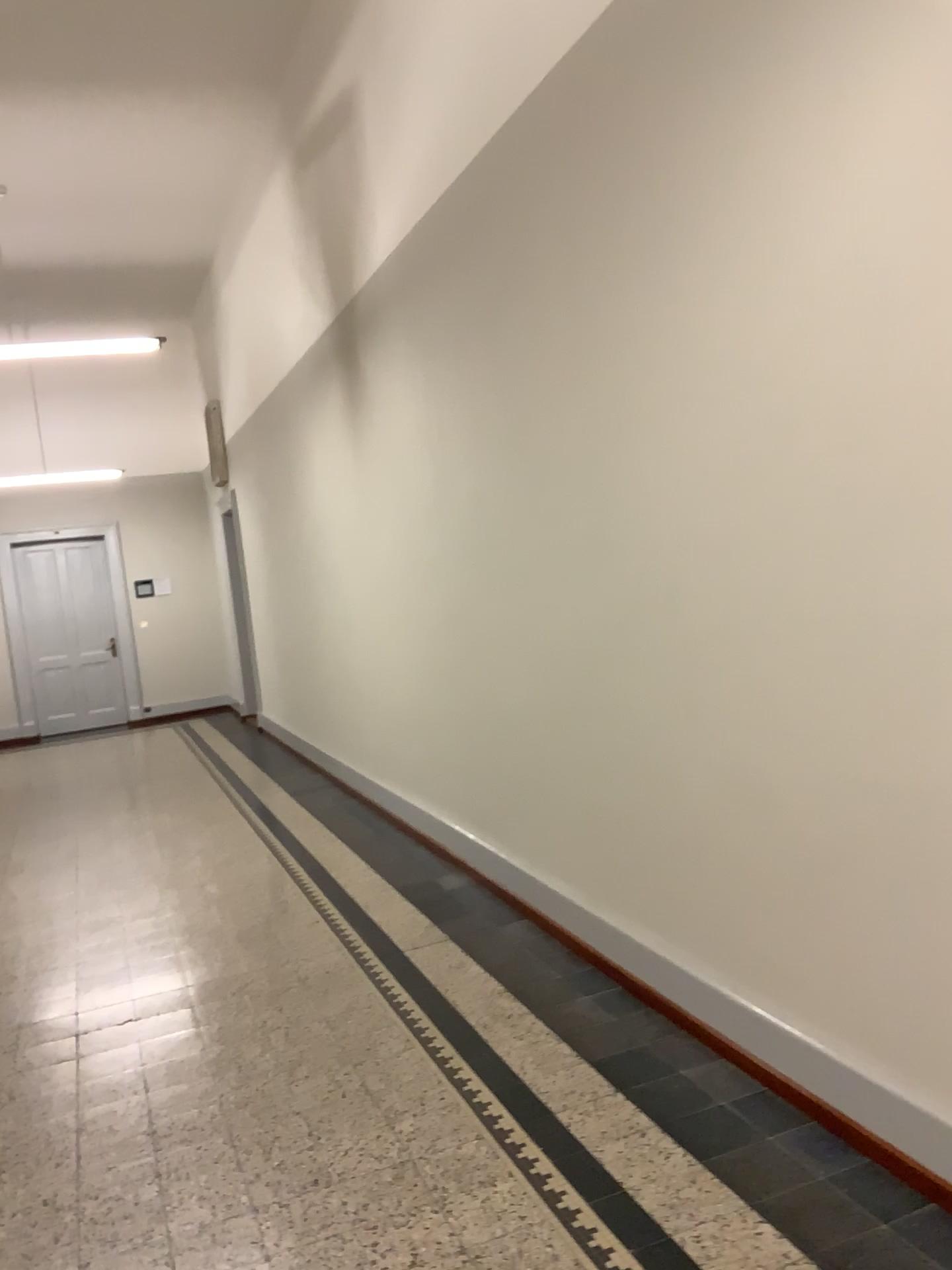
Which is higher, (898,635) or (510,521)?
(510,521)
